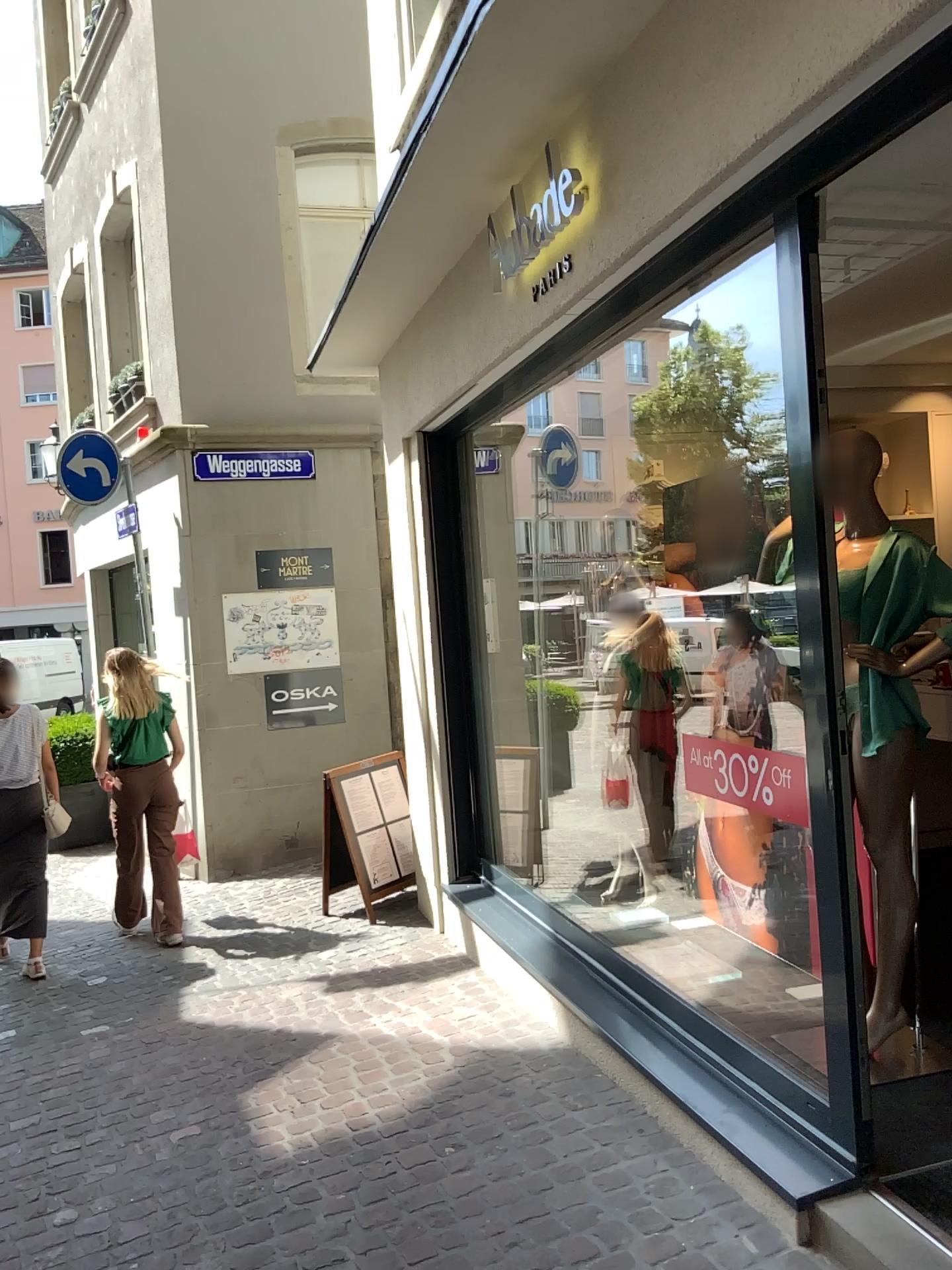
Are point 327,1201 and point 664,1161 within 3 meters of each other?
yes
